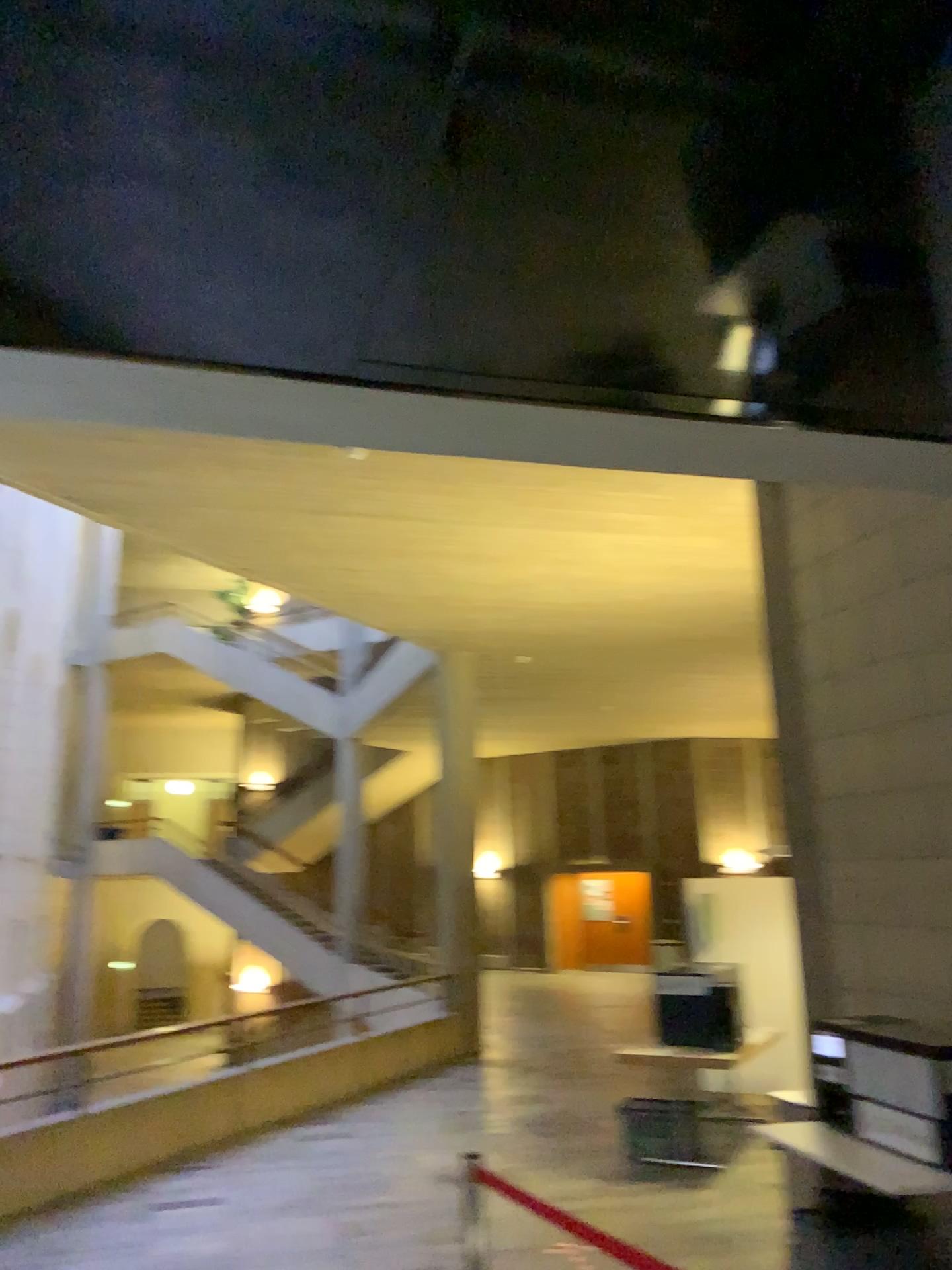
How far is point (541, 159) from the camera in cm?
154
